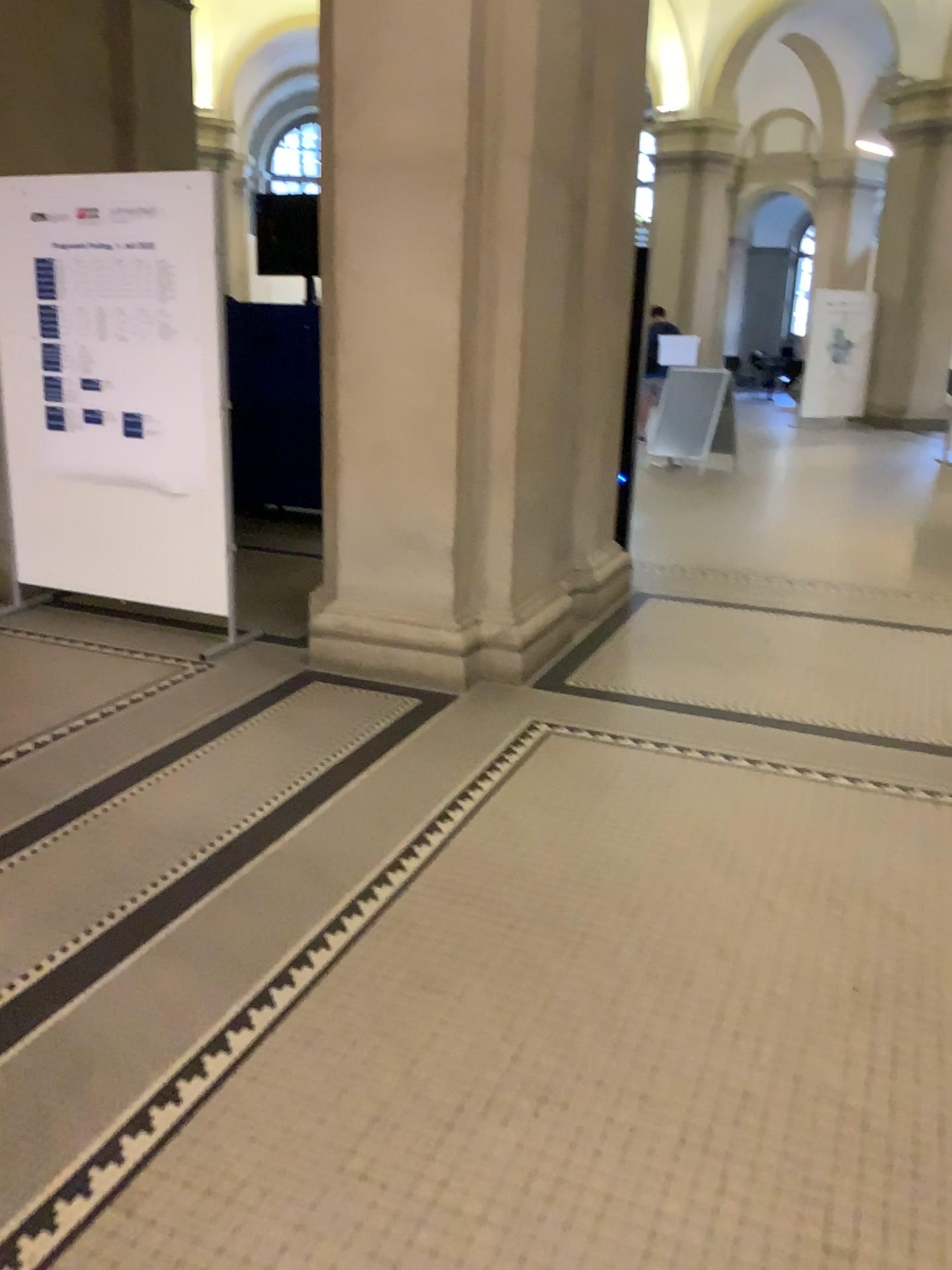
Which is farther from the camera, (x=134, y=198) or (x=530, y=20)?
(x=134, y=198)

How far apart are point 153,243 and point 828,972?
3.72m

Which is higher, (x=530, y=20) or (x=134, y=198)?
(x=530, y=20)

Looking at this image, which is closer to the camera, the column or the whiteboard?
the column
